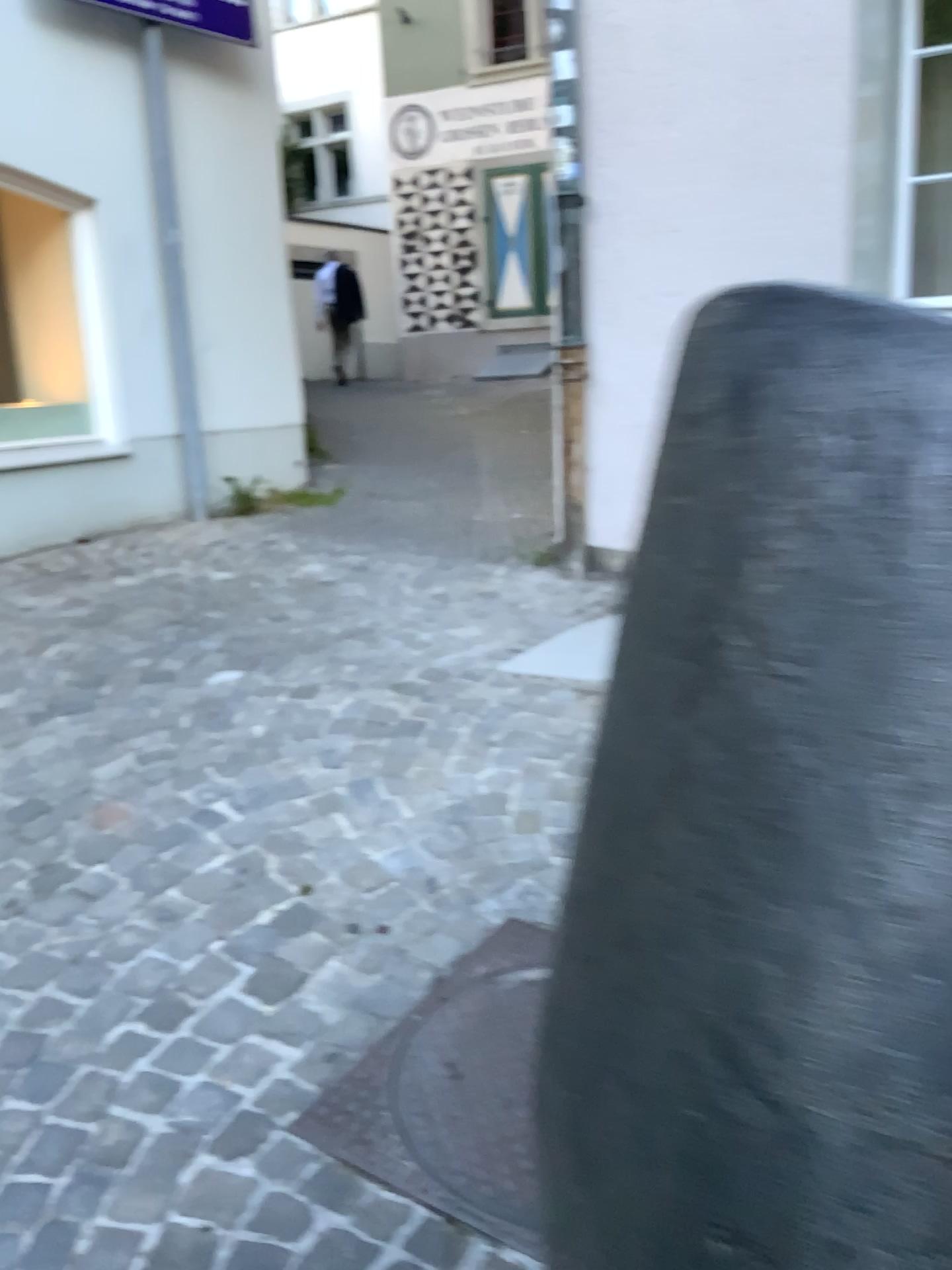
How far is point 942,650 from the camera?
0.6m

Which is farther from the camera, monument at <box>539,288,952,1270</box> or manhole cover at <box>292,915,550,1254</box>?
manhole cover at <box>292,915,550,1254</box>

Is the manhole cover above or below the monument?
below

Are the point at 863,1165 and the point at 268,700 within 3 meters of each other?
yes

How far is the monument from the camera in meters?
0.6

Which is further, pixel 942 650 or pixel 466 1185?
pixel 466 1185

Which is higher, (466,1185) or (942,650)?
(942,650)
